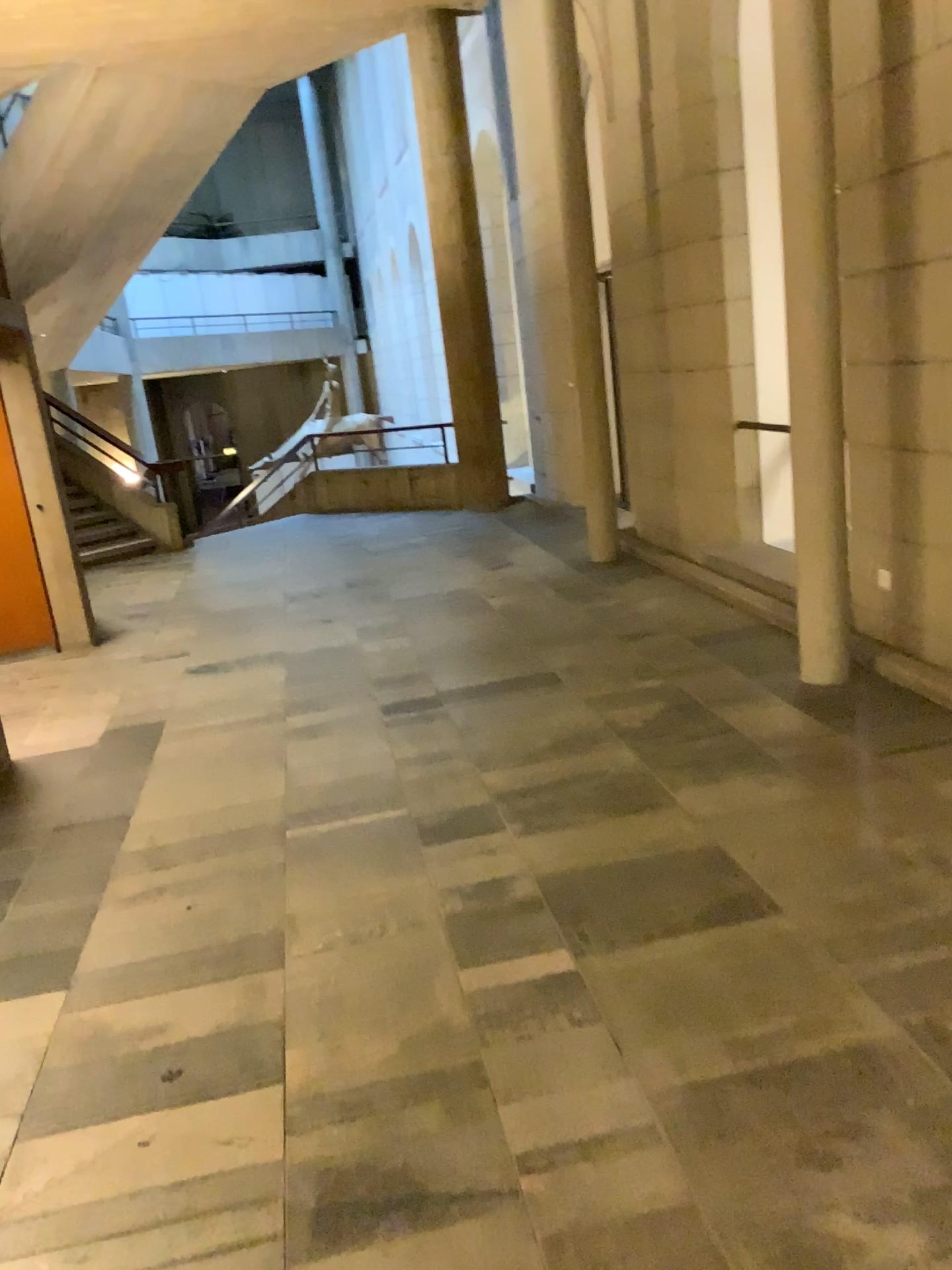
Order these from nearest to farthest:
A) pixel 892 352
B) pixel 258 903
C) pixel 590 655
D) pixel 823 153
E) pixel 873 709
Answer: pixel 258 903 → pixel 823 153 → pixel 873 709 → pixel 892 352 → pixel 590 655
